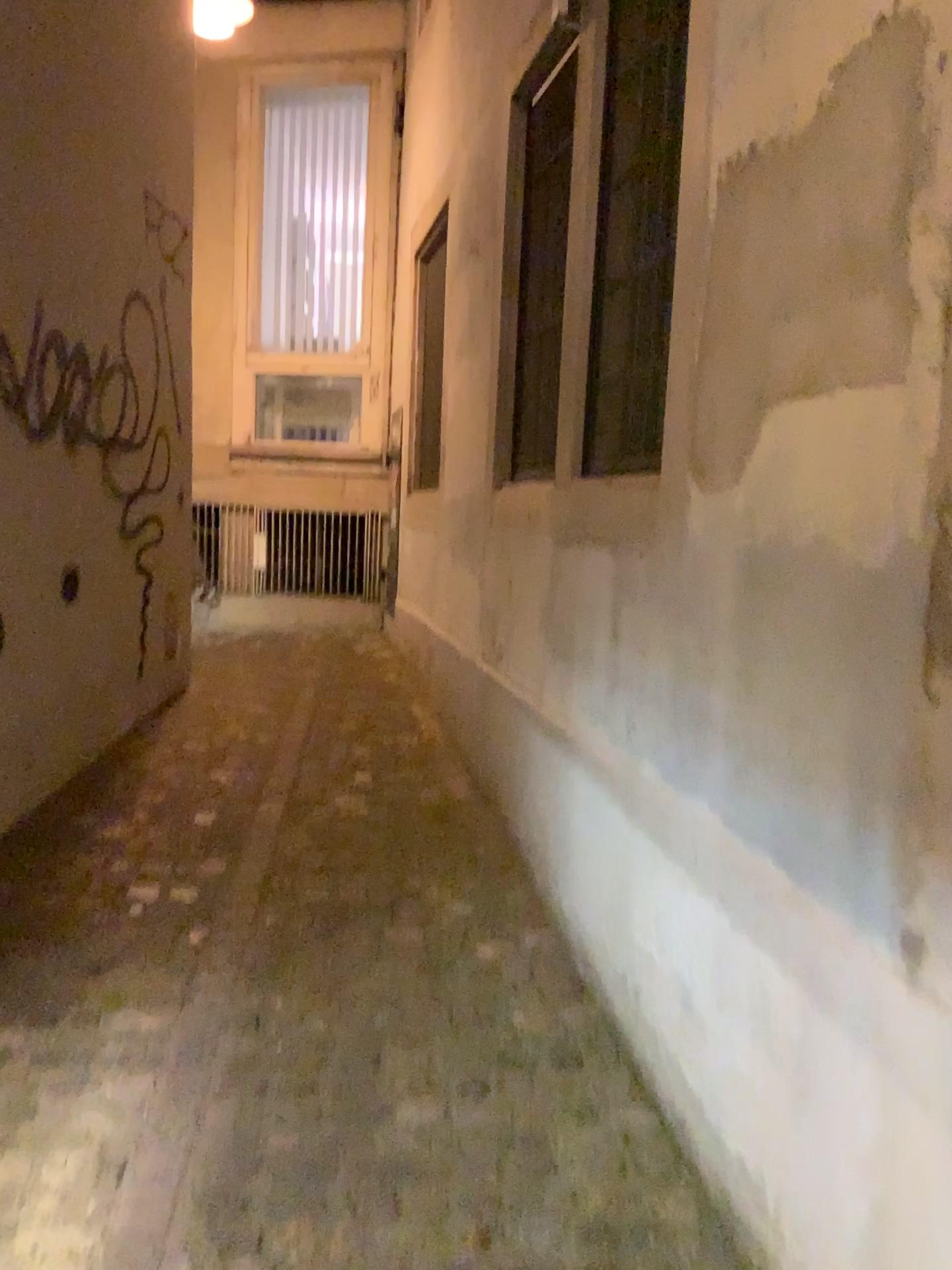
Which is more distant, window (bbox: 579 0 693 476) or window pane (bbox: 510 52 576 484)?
window pane (bbox: 510 52 576 484)

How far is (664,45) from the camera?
2.3m

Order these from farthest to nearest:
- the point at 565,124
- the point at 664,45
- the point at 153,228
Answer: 1. the point at 153,228
2. the point at 565,124
3. the point at 664,45

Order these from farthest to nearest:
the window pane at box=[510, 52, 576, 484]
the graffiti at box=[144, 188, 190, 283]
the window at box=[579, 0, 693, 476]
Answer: the graffiti at box=[144, 188, 190, 283] → the window pane at box=[510, 52, 576, 484] → the window at box=[579, 0, 693, 476]

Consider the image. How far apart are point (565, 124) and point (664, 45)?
0.7m

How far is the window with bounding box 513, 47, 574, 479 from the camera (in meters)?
2.97

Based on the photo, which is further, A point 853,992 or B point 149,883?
B point 149,883

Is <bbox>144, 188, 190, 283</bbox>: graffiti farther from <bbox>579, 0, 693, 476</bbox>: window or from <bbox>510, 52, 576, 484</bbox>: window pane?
<bbox>579, 0, 693, 476</bbox>: window

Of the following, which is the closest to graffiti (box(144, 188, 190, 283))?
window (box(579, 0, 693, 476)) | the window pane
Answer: the window pane

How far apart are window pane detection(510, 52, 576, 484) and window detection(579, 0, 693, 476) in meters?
0.3 m
